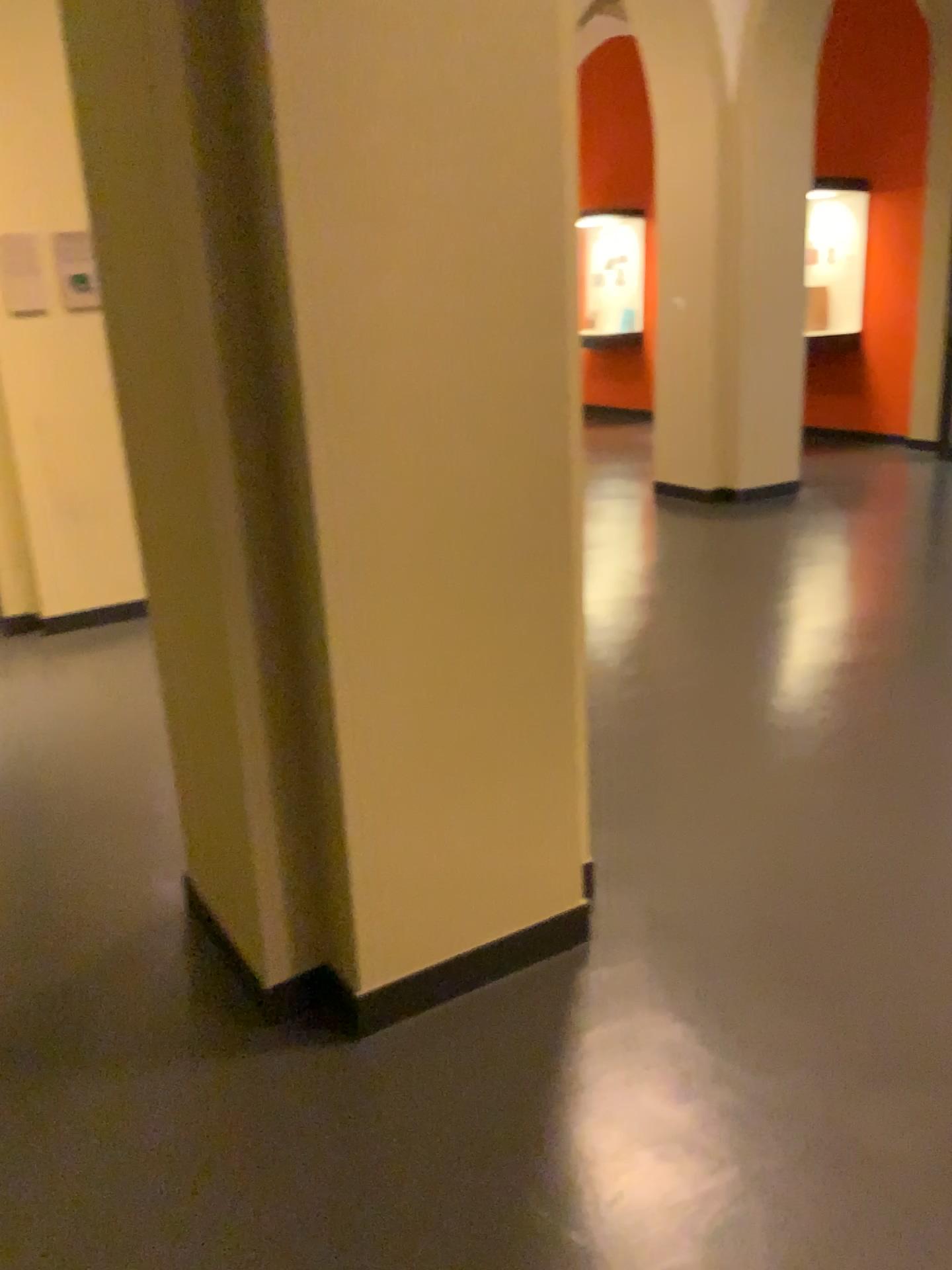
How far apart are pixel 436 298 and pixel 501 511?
0.41m
